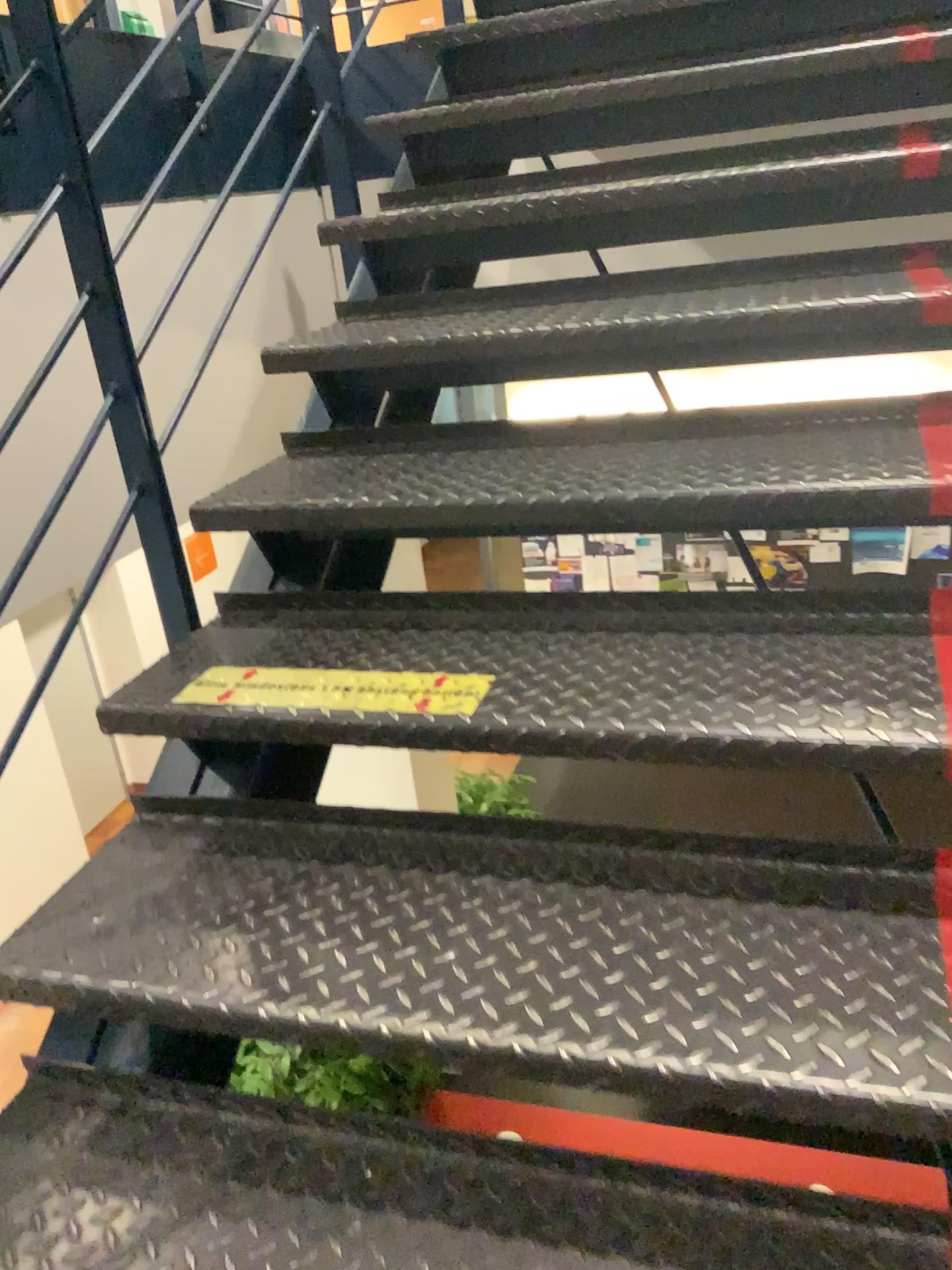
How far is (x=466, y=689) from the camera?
1.3m

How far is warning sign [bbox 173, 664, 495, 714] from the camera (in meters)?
1.27

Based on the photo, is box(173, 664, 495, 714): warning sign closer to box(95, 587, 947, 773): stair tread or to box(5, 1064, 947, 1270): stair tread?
box(95, 587, 947, 773): stair tread

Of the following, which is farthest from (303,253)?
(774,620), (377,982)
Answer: (377,982)

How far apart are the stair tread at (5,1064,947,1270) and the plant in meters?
0.3

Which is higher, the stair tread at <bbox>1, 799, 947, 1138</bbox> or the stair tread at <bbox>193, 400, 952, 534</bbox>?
the stair tread at <bbox>193, 400, 952, 534</bbox>

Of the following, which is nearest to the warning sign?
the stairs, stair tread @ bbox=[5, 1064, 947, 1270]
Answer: the stairs

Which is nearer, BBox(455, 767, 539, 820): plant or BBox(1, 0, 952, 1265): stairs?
BBox(1, 0, 952, 1265): stairs

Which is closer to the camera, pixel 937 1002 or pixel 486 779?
pixel 937 1002

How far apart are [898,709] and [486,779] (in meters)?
0.45
